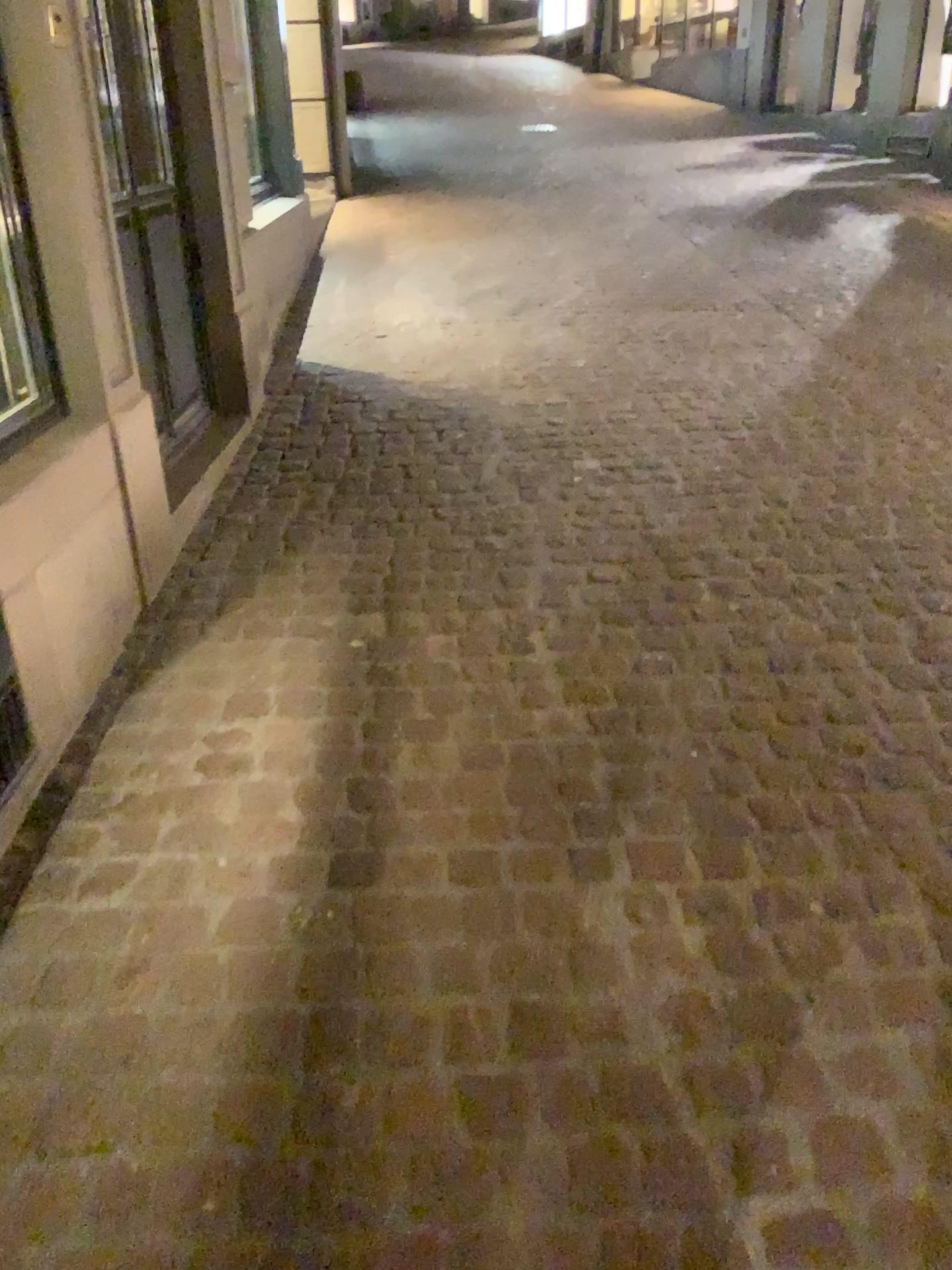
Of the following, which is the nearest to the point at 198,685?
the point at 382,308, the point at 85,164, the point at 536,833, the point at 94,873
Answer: the point at 94,873

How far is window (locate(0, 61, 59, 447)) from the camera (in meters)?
2.20

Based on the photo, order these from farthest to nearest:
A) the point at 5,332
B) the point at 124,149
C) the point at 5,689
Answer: the point at 124,149 → the point at 5,332 → the point at 5,689

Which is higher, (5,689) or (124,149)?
(124,149)

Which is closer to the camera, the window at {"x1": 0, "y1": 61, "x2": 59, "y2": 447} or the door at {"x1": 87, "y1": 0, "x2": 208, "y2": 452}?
the window at {"x1": 0, "y1": 61, "x2": 59, "y2": 447}

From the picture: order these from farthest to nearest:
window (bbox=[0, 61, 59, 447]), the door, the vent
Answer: the door → window (bbox=[0, 61, 59, 447]) → the vent

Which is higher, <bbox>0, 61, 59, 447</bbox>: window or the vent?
<bbox>0, 61, 59, 447</bbox>: window

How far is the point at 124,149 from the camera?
3.11m

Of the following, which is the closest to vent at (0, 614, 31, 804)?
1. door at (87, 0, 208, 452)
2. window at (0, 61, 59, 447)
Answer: window at (0, 61, 59, 447)

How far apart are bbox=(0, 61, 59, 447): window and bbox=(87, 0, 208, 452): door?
0.7 meters
